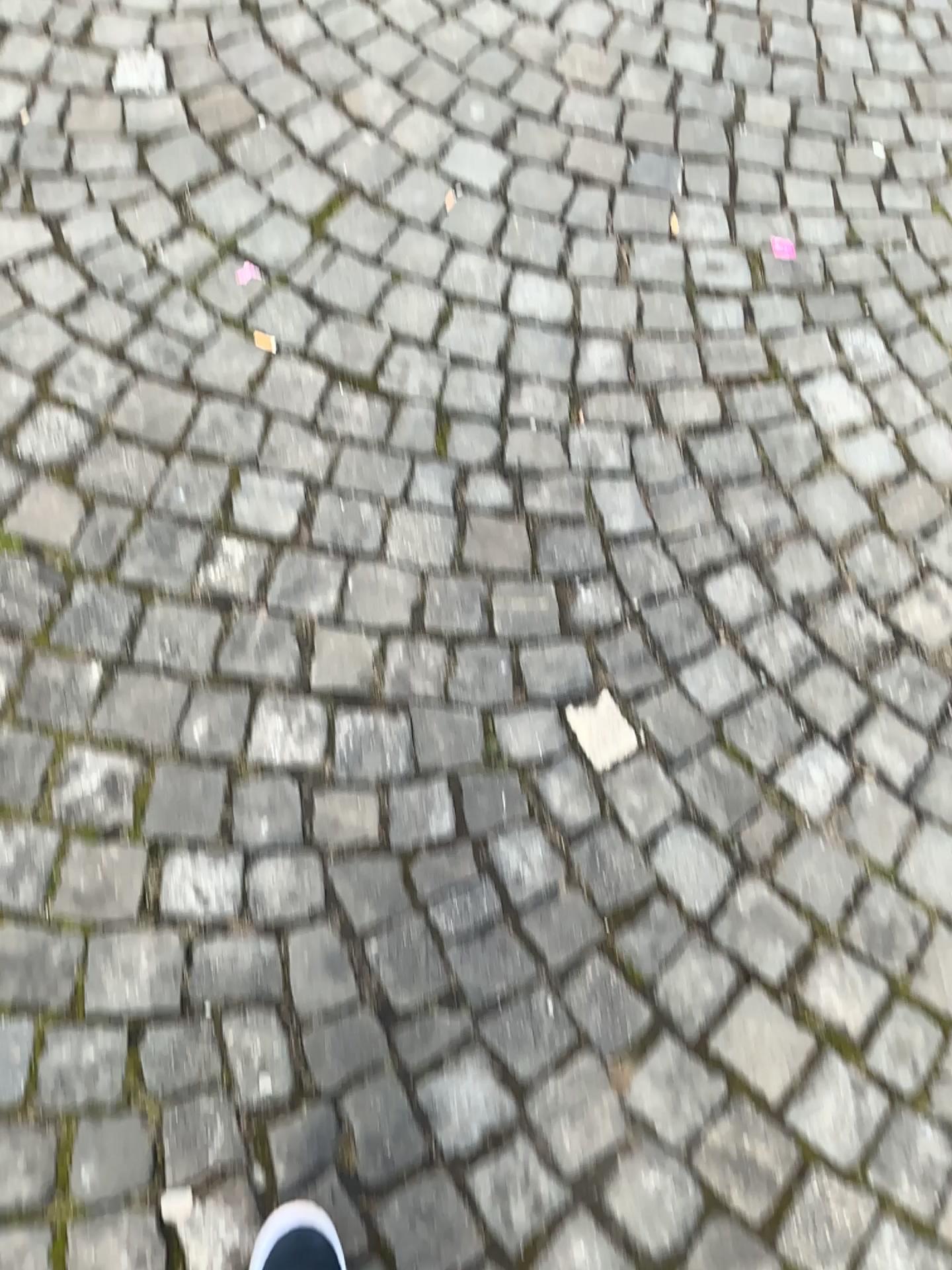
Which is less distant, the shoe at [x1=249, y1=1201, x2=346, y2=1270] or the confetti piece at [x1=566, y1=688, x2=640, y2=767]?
the shoe at [x1=249, y1=1201, x2=346, y2=1270]

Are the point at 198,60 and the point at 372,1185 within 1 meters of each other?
no

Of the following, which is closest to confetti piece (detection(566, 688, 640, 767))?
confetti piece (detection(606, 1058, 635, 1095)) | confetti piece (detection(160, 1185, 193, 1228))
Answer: confetti piece (detection(606, 1058, 635, 1095))

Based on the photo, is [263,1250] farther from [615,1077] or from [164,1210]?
[615,1077]

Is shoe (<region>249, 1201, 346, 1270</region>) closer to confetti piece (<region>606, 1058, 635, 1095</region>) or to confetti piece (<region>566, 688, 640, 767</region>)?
confetti piece (<region>606, 1058, 635, 1095</region>)

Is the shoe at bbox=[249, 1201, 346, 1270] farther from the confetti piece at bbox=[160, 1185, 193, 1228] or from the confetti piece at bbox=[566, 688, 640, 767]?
the confetti piece at bbox=[566, 688, 640, 767]

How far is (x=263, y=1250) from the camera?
1.1 meters

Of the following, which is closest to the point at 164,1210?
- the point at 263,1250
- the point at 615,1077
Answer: the point at 263,1250

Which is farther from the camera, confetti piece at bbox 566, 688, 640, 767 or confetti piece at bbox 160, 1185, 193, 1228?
confetti piece at bbox 566, 688, 640, 767

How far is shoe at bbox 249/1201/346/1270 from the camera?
1.1 meters
